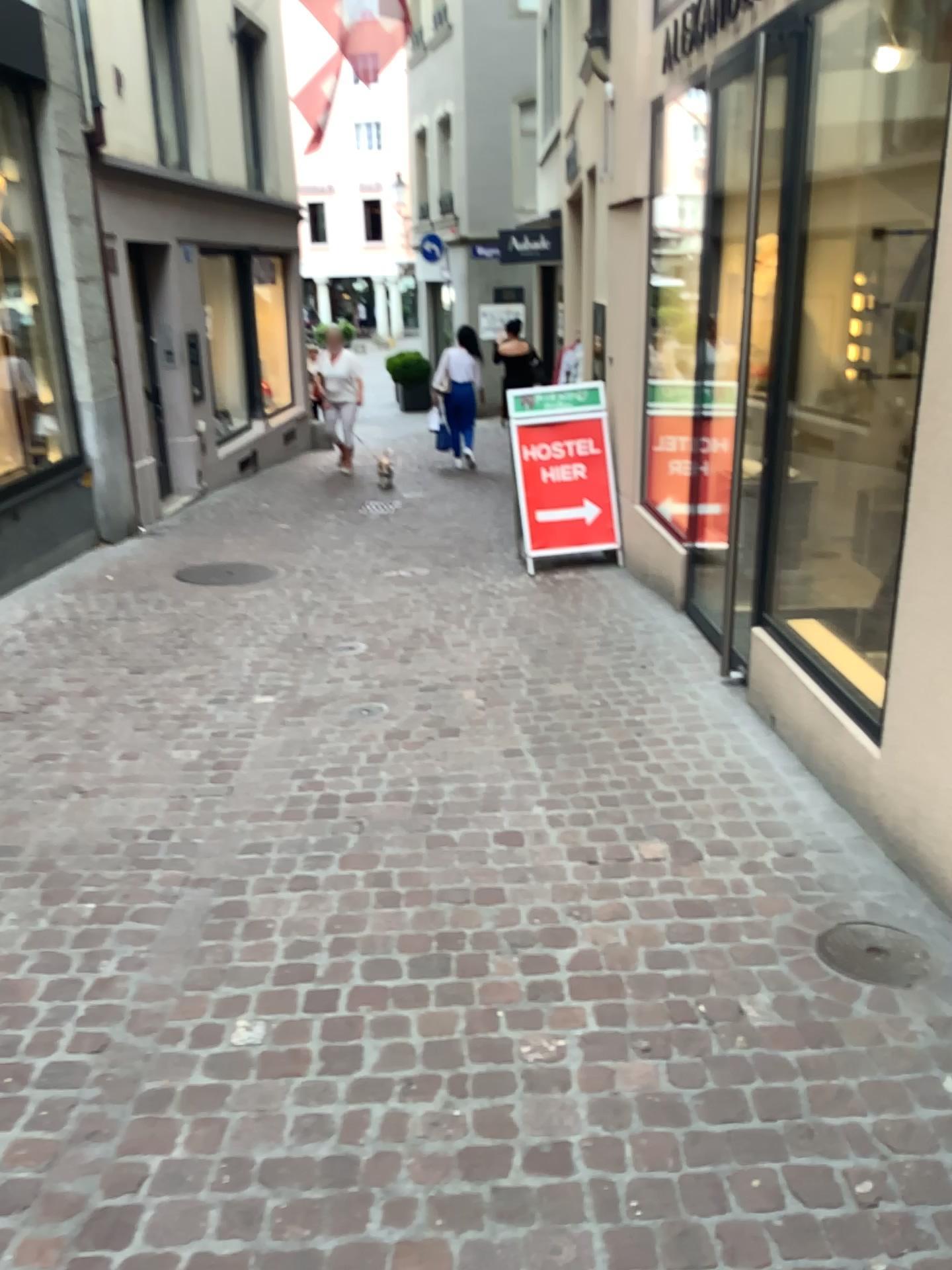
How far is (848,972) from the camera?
2.5 meters

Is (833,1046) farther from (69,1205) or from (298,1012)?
(69,1205)

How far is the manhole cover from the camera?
2.5 meters
